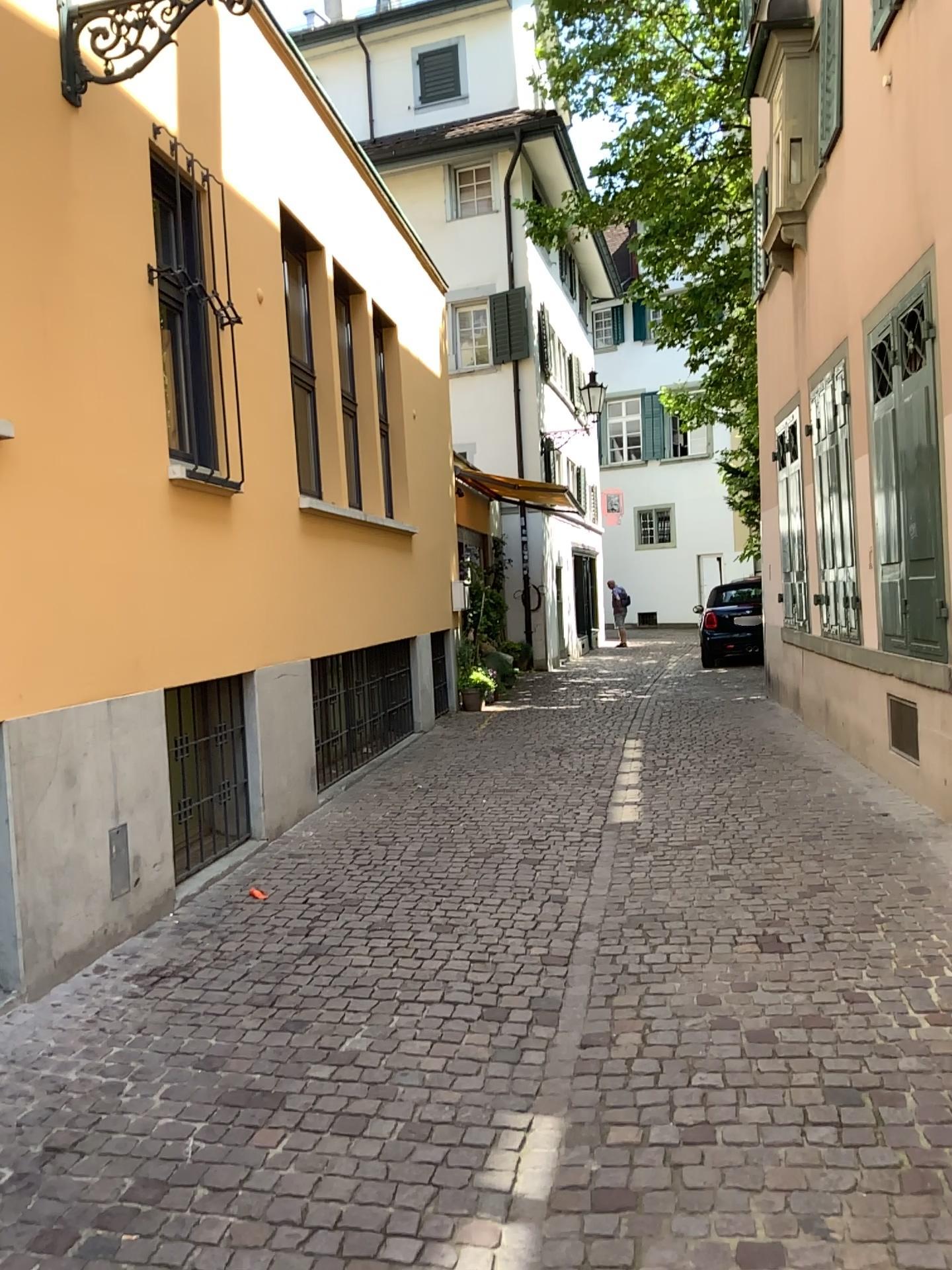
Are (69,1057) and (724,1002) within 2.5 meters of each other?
yes
